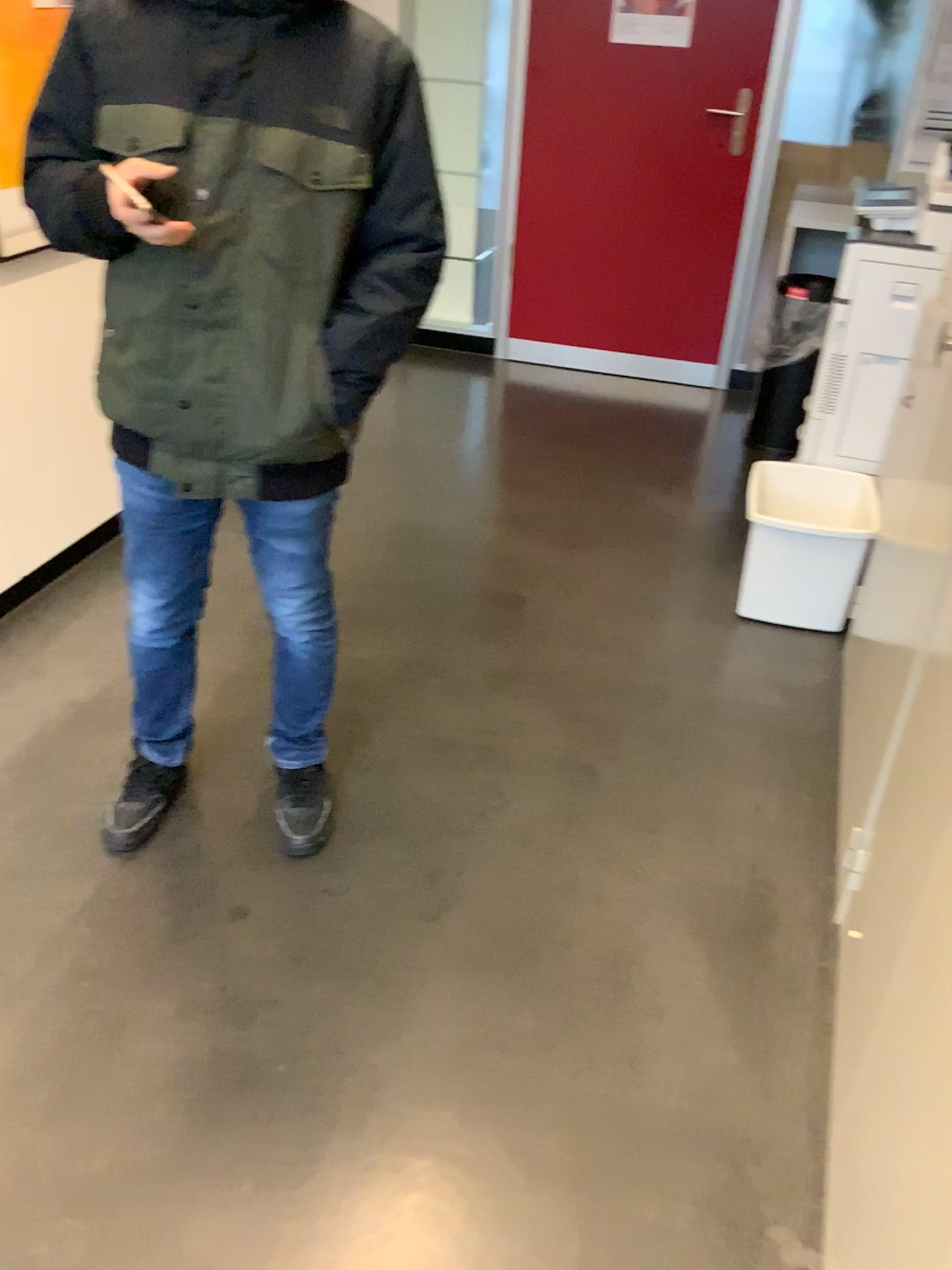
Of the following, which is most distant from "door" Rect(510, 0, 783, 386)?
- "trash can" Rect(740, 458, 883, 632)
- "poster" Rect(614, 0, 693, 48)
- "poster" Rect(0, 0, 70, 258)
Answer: "poster" Rect(0, 0, 70, 258)

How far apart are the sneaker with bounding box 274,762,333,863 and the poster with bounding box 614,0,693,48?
3.3 meters

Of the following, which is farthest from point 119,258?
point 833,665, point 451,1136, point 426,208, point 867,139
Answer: point 867,139

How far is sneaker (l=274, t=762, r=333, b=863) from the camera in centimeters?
205cm

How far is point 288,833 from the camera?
2.0 meters

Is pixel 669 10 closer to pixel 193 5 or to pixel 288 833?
pixel 193 5

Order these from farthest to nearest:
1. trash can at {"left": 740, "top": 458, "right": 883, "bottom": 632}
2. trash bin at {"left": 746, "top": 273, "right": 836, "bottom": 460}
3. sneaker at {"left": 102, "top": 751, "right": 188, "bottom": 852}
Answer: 1. trash bin at {"left": 746, "top": 273, "right": 836, "bottom": 460}
2. trash can at {"left": 740, "top": 458, "right": 883, "bottom": 632}
3. sneaker at {"left": 102, "top": 751, "right": 188, "bottom": 852}

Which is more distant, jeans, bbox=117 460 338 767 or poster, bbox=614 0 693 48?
poster, bbox=614 0 693 48

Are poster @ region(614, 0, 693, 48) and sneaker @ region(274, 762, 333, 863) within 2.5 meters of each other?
no

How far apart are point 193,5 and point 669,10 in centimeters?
311cm
